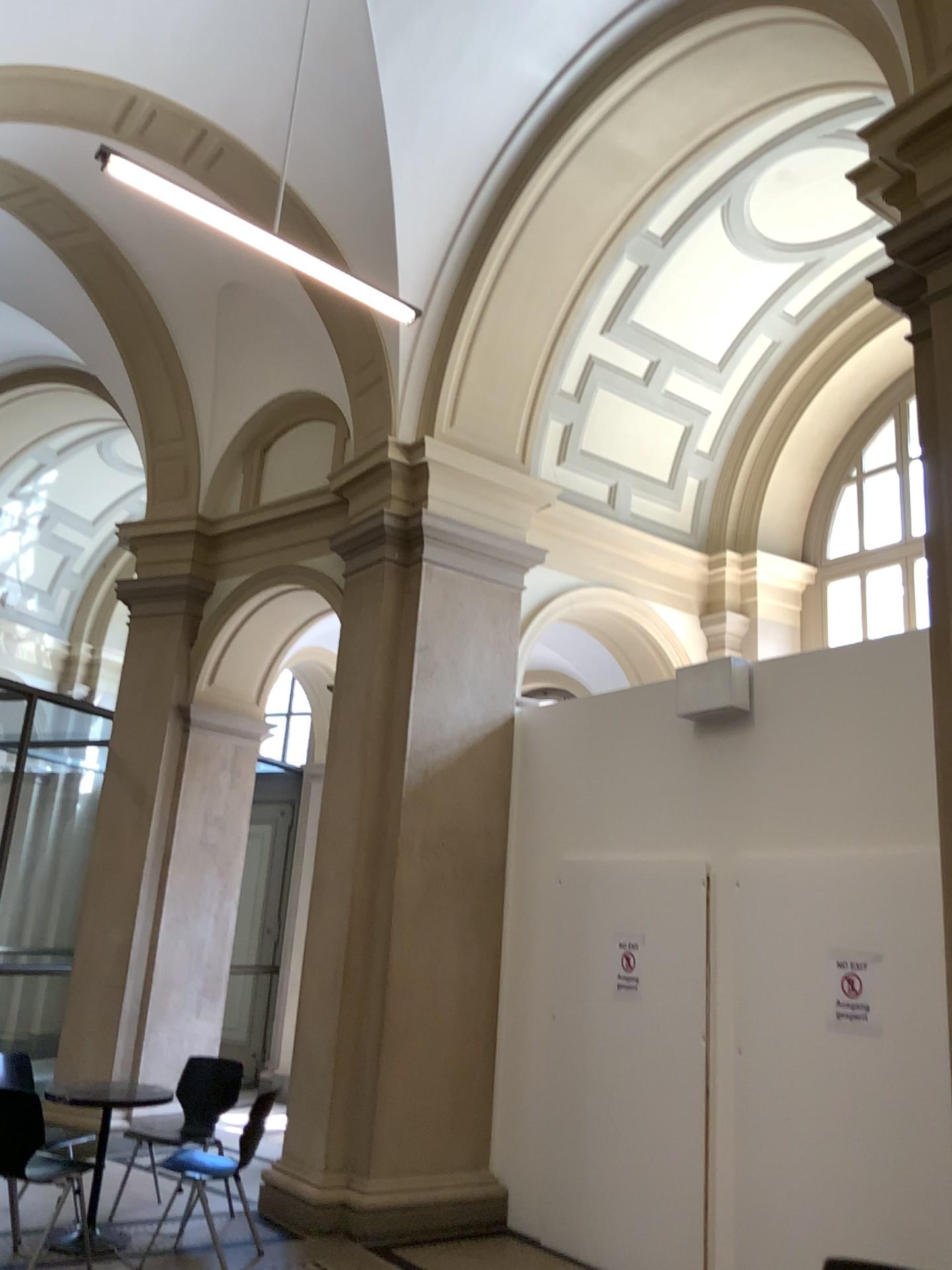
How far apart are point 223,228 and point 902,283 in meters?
2.7 m
